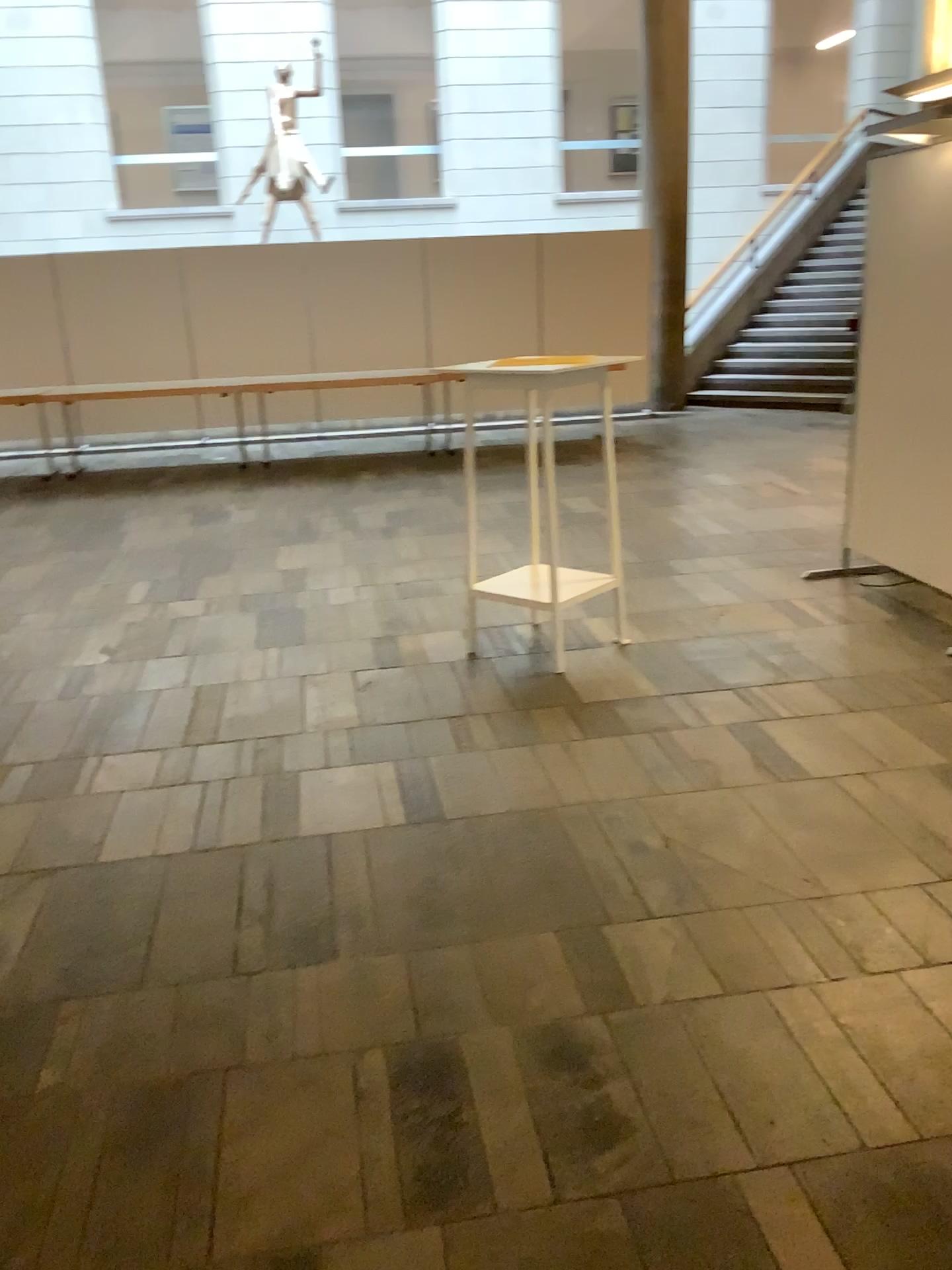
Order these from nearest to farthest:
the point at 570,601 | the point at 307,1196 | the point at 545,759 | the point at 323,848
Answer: the point at 307,1196, the point at 323,848, the point at 545,759, the point at 570,601
